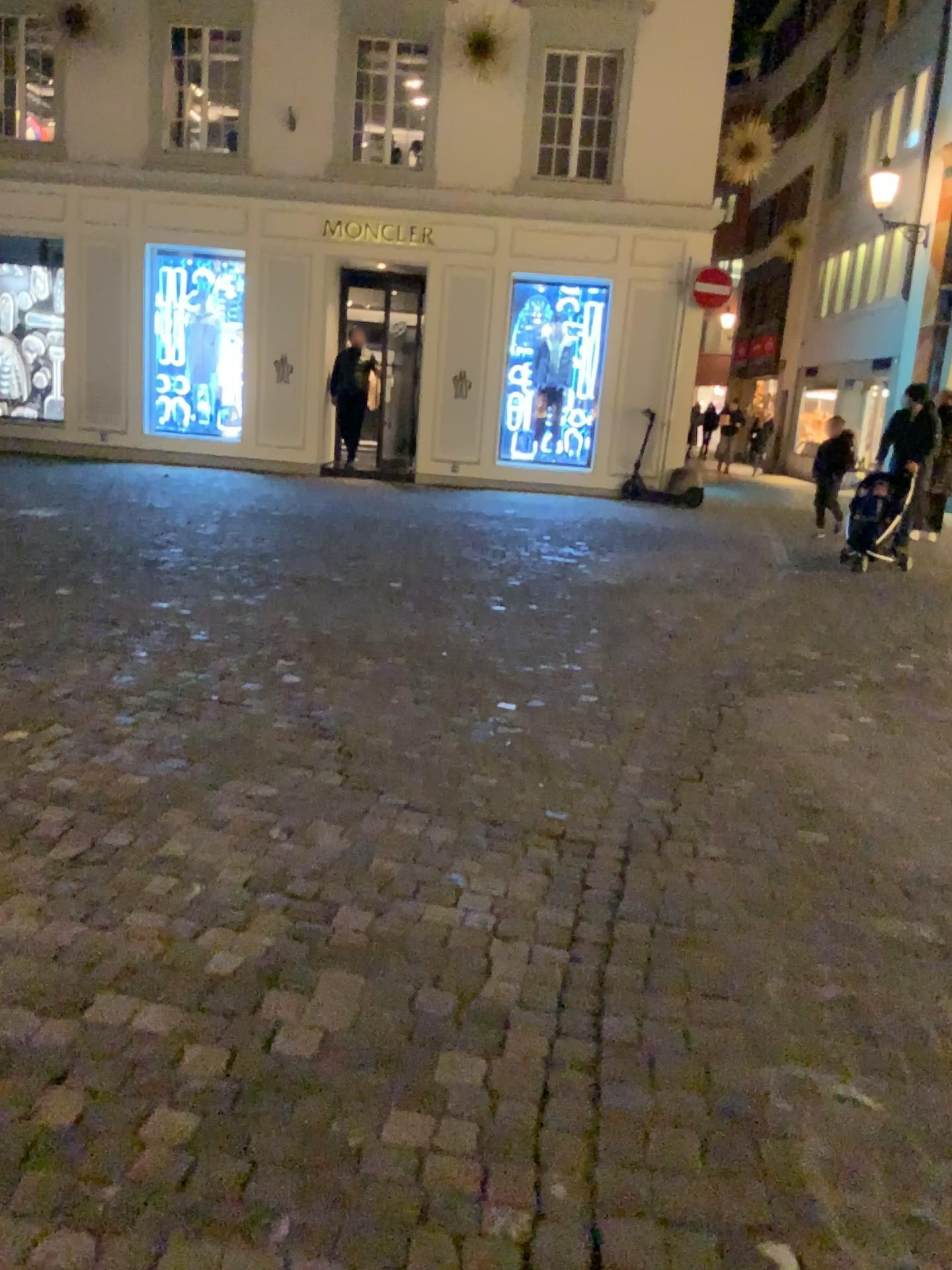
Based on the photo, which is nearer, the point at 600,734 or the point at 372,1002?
the point at 372,1002
